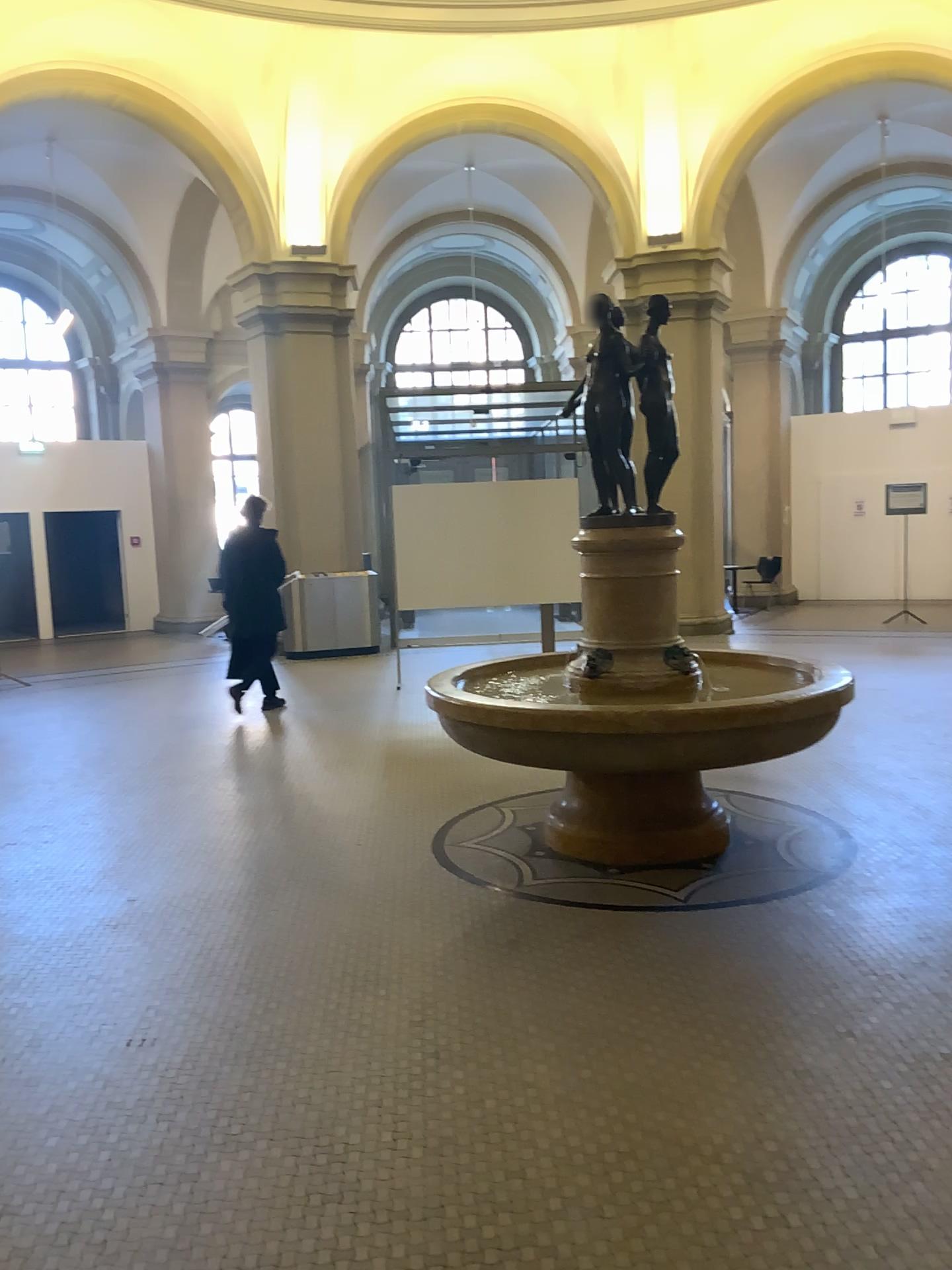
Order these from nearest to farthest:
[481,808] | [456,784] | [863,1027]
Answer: [863,1027]
[481,808]
[456,784]
